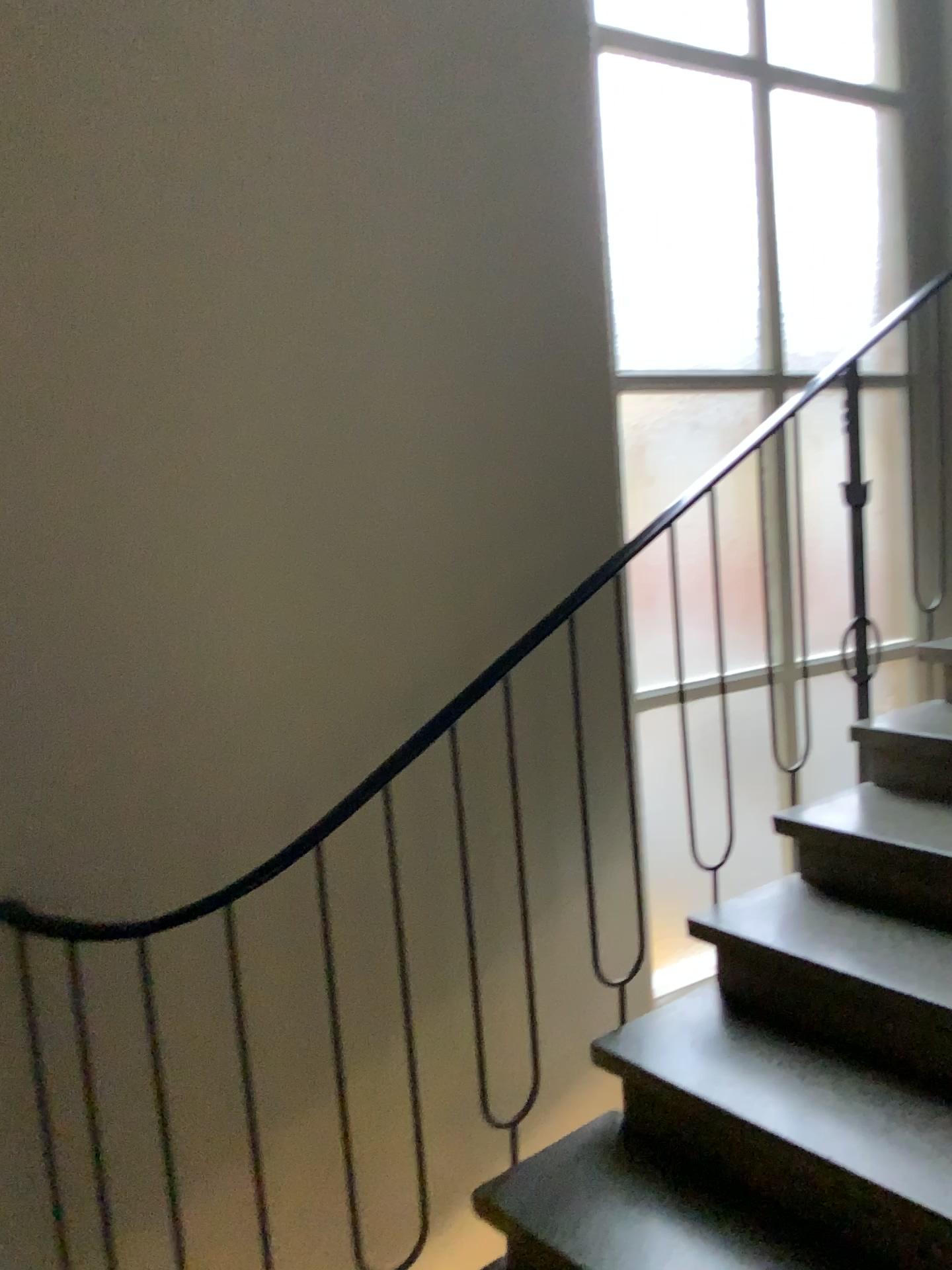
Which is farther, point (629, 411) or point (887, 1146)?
point (629, 411)

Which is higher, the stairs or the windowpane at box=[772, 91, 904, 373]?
the windowpane at box=[772, 91, 904, 373]

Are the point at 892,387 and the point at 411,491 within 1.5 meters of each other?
no

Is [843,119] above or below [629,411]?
above

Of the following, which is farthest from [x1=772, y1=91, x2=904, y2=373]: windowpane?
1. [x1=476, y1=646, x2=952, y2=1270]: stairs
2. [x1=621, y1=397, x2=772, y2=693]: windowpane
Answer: [x1=476, y1=646, x2=952, y2=1270]: stairs

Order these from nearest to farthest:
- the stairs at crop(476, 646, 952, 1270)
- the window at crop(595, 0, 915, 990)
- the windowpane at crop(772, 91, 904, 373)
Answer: the stairs at crop(476, 646, 952, 1270) → the window at crop(595, 0, 915, 990) → the windowpane at crop(772, 91, 904, 373)

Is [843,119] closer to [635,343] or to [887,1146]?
[635,343]

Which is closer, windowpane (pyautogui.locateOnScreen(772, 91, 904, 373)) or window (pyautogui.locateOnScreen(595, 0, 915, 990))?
window (pyautogui.locateOnScreen(595, 0, 915, 990))

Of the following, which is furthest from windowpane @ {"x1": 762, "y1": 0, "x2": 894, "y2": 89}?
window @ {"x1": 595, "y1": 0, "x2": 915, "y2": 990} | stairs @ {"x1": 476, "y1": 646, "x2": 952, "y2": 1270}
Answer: stairs @ {"x1": 476, "y1": 646, "x2": 952, "y2": 1270}

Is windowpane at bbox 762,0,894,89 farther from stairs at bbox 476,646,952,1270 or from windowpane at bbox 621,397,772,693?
stairs at bbox 476,646,952,1270
